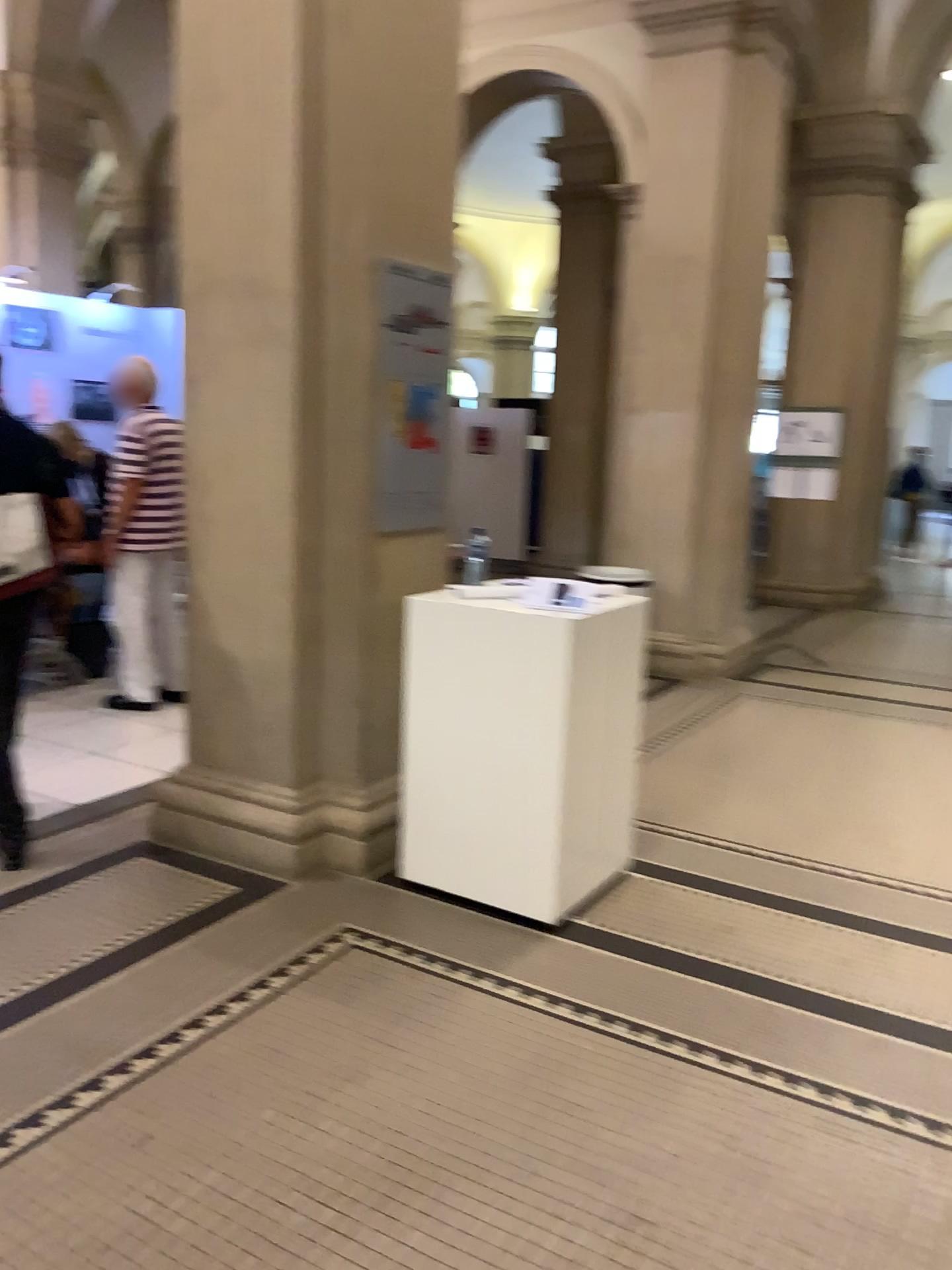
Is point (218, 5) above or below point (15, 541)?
above

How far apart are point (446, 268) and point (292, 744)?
1.8m

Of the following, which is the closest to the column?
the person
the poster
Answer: the poster

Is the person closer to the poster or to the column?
the column

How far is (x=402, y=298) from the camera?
3.64m

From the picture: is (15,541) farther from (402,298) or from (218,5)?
(218,5)

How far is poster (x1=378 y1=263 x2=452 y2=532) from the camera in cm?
364
